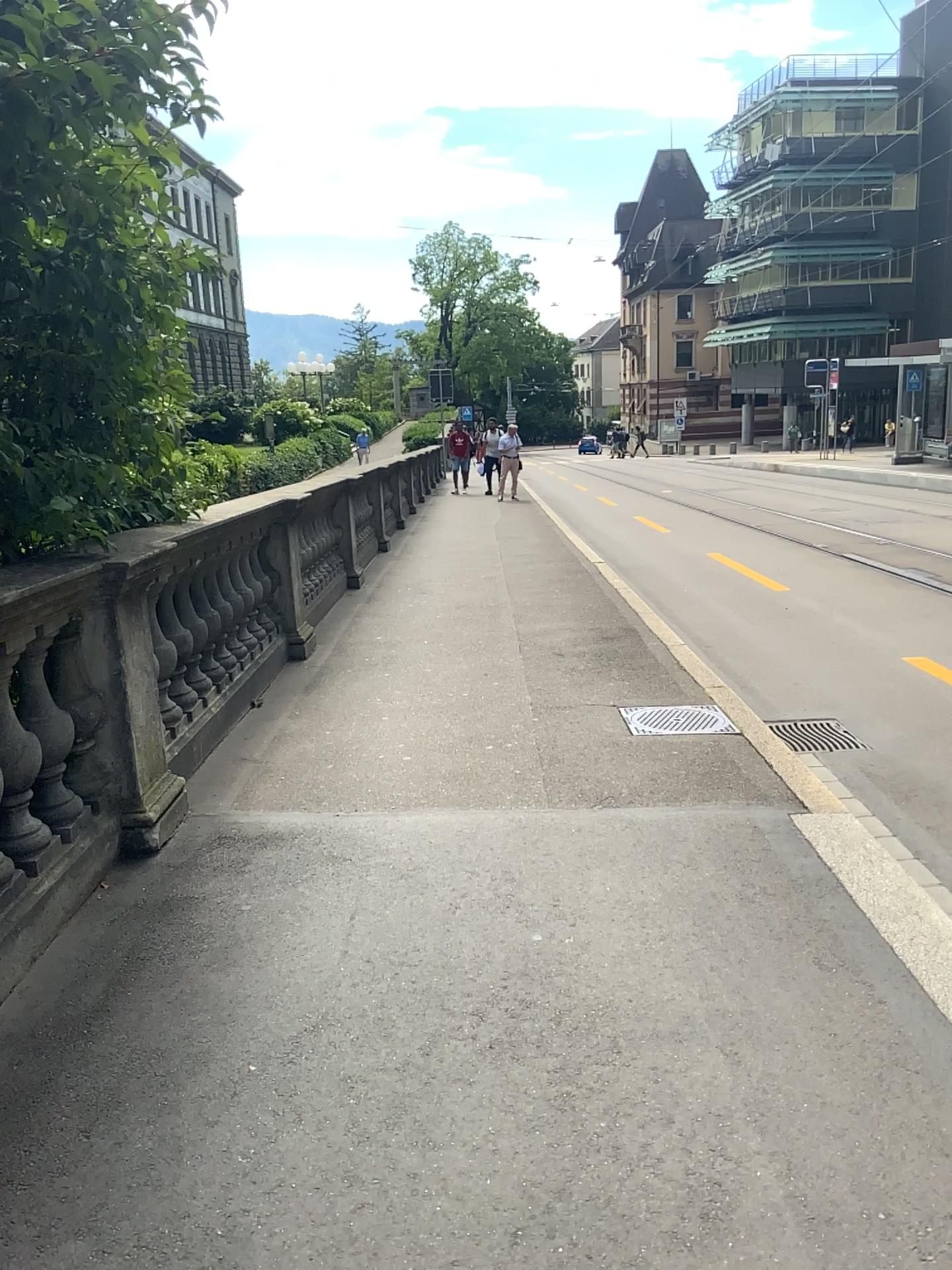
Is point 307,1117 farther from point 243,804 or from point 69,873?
point 243,804
